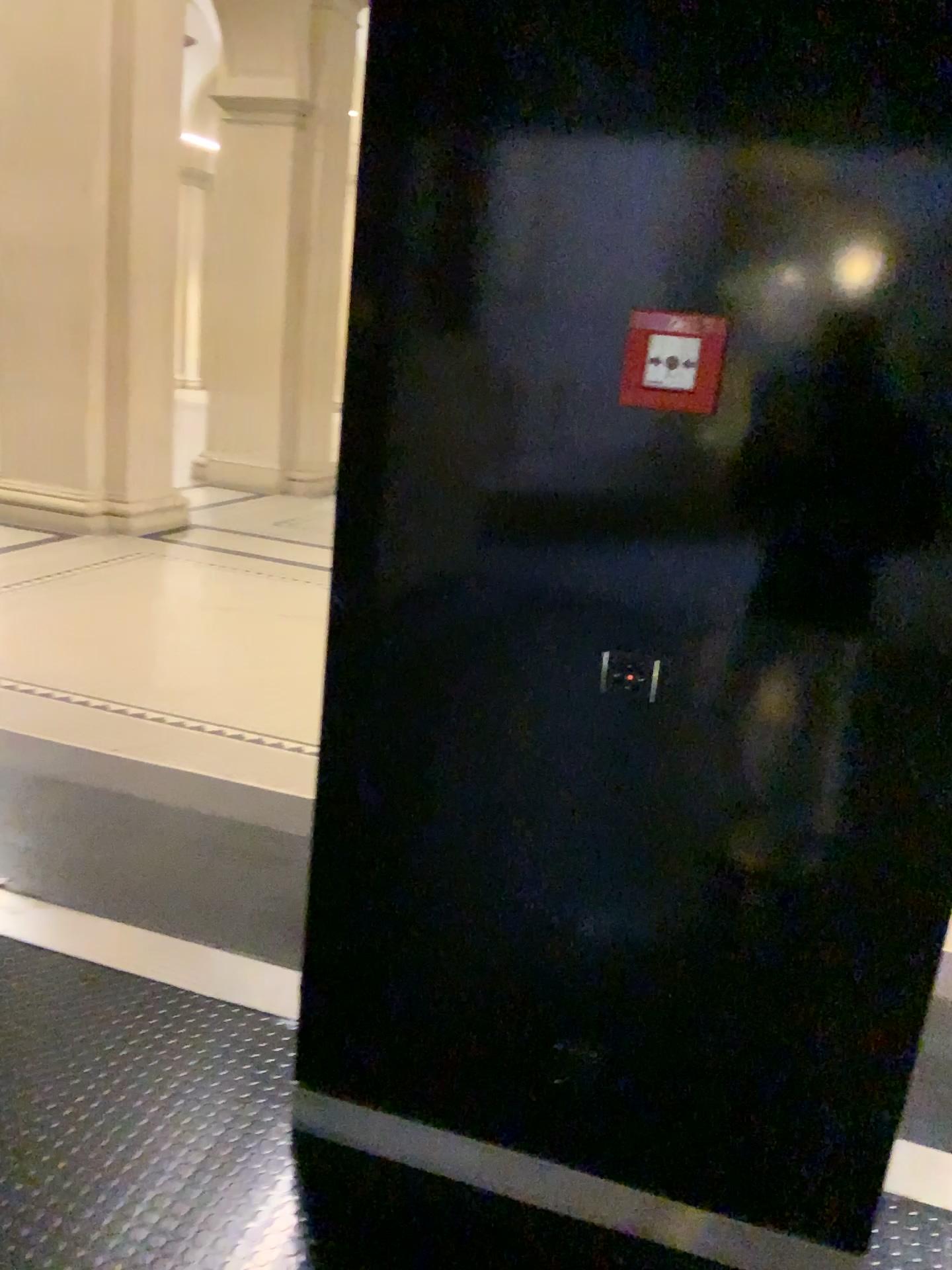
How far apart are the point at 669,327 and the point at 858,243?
0.3 meters

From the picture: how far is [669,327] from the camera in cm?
146

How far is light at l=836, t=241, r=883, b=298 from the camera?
1.39m

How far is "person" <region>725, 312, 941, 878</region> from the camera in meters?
1.4

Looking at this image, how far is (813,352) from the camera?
1.4m

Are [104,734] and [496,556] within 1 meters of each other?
no

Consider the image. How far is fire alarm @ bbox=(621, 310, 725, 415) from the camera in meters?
1.5 m
